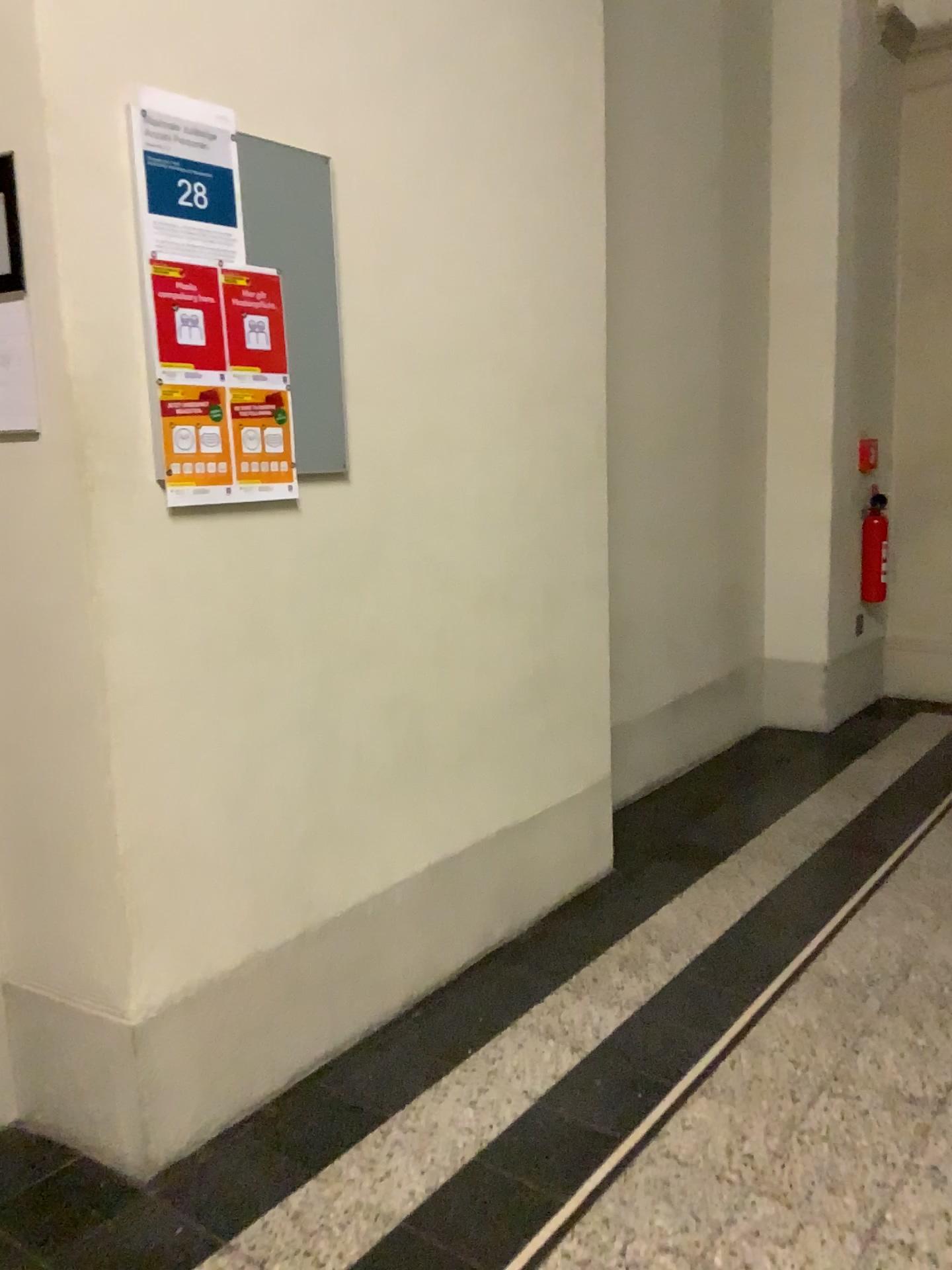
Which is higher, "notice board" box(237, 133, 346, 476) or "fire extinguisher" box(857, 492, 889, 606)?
"notice board" box(237, 133, 346, 476)

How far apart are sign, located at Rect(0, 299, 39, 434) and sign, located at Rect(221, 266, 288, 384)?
0.34m

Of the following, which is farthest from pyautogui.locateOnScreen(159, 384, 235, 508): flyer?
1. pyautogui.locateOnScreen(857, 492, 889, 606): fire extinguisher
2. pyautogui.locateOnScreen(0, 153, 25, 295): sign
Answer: pyautogui.locateOnScreen(857, 492, 889, 606): fire extinguisher

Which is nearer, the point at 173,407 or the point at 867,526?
the point at 173,407

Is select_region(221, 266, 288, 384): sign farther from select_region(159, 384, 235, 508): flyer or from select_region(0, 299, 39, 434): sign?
select_region(0, 299, 39, 434): sign

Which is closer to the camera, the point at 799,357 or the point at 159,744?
the point at 159,744

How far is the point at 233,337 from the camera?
1.9m

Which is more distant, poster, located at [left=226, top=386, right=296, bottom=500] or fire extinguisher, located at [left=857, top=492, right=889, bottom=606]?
fire extinguisher, located at [left=857, top=492, right=889, bottom=606]

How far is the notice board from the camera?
1.9m

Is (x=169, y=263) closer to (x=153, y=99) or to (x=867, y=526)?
(x=153, y=99)
